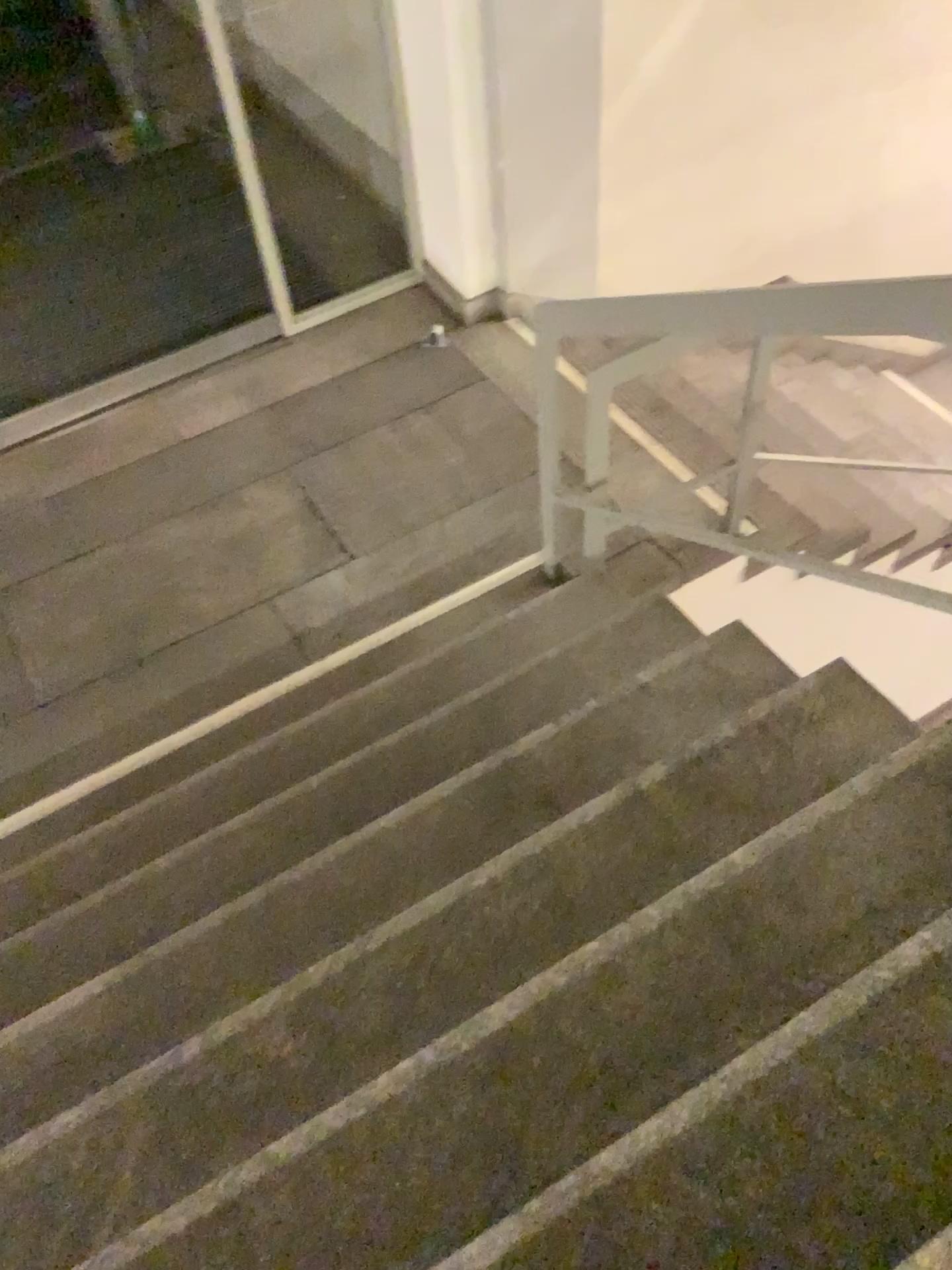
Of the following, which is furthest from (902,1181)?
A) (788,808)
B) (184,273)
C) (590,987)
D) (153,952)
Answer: (184,273)
